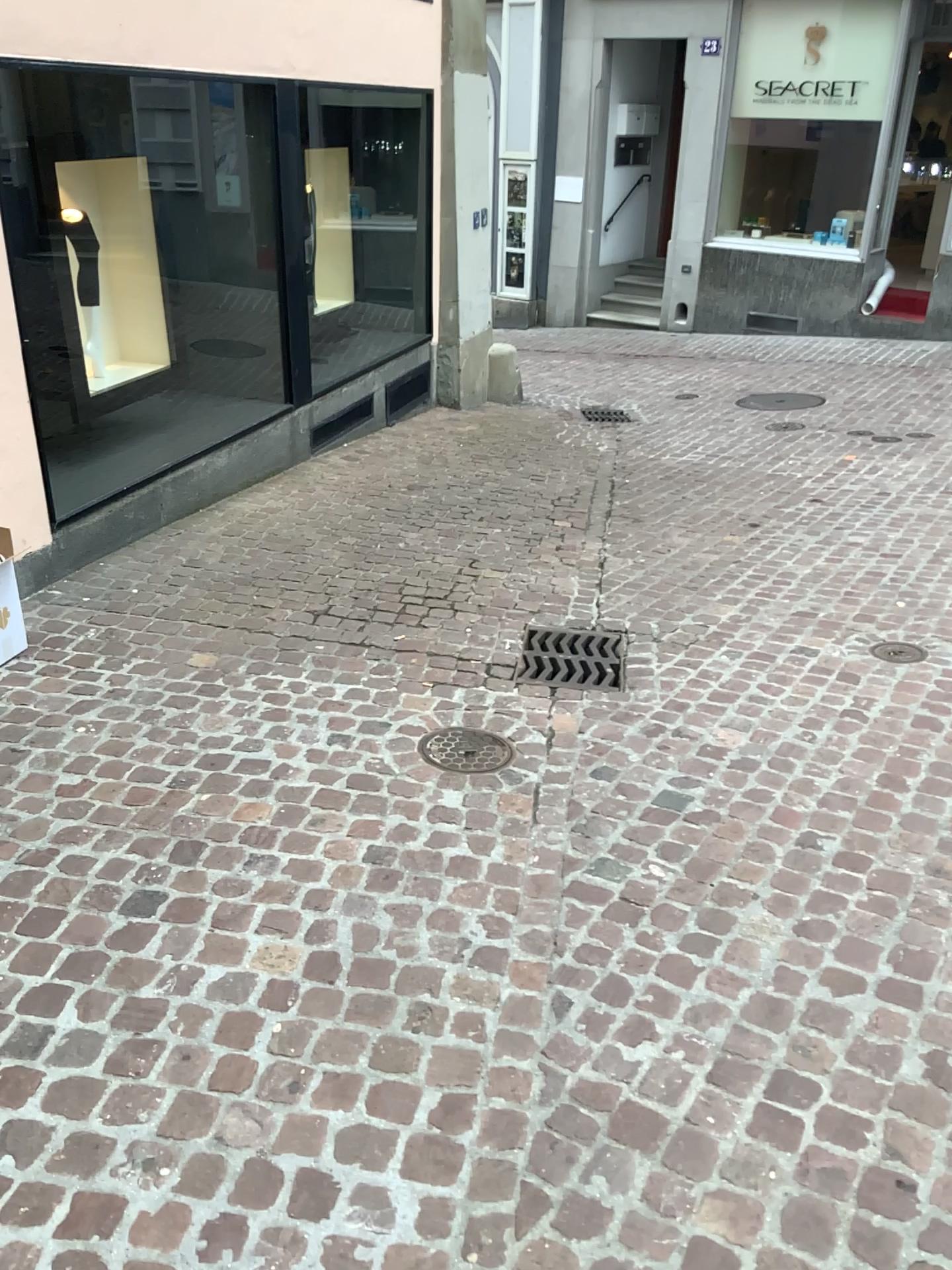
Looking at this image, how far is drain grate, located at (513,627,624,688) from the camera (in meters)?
3.64

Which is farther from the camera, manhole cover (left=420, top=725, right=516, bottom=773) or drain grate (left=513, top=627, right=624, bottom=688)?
drain grate (left=513, top=627, right=624, bottom=688)

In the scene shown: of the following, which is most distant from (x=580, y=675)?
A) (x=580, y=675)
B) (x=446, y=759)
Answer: (x=446, y=759)

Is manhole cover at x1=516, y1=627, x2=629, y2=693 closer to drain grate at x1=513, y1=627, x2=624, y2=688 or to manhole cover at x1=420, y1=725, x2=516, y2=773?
drain grate at x1=513, y1=627, x2=624, y2=688

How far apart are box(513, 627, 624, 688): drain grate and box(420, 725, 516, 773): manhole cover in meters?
0.4 m

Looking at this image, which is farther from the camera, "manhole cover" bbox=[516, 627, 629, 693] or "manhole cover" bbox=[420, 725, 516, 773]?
"manhole cover" bbox=[516, 627, 629, 693]

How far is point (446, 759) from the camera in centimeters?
308cm

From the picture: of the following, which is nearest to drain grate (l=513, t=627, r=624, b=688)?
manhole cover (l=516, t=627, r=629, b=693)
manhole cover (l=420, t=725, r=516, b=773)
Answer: manhole cover (l=516, t=627, r=629, b=693)

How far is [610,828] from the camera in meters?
2.8 m

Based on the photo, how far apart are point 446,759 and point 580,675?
0.7m
